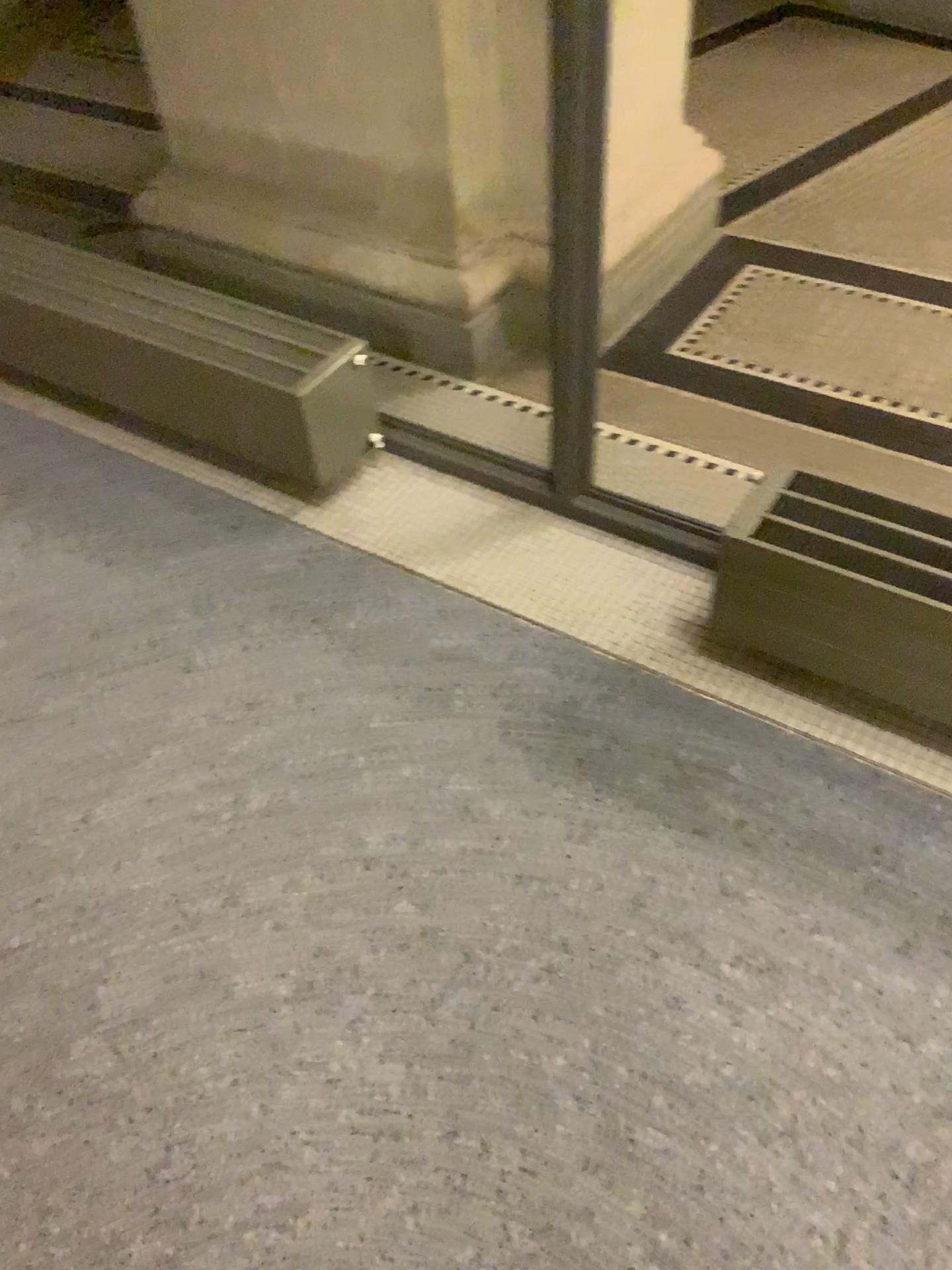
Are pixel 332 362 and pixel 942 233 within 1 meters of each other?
no

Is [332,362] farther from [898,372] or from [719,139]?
[719,139]

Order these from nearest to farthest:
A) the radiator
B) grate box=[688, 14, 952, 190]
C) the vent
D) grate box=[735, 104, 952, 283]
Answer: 1. the vent
2. the radiator
3. grate box=[735, 104, 952, 283]
4. grate box=[688, 14, 952, 190]

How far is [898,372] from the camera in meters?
2.3 m

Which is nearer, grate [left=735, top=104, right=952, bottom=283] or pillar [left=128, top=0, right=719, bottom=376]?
pillar [left=128, top=0, right=719, bottom=376]

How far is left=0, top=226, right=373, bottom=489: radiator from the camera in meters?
1.9

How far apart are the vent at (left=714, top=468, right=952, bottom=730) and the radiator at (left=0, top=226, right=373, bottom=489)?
0.77m

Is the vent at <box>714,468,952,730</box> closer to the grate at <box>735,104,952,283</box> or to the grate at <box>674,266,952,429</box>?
the grate at <box>674,266,952,429</box>

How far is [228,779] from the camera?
1.6 meters

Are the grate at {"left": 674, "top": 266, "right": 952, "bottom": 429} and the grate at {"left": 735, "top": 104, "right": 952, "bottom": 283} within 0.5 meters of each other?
yes
